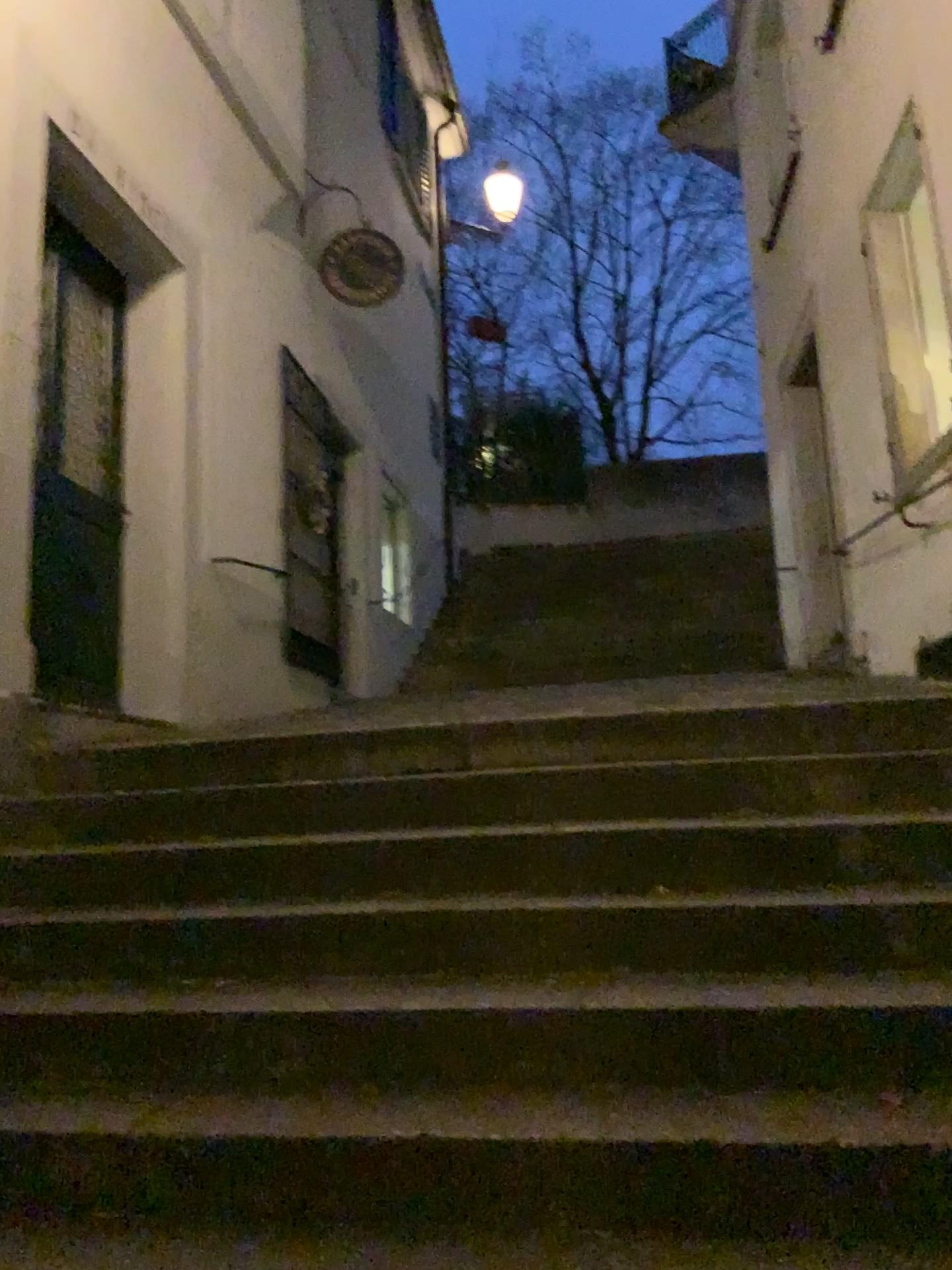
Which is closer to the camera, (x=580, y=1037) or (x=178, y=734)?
(x=580, y=1037)
